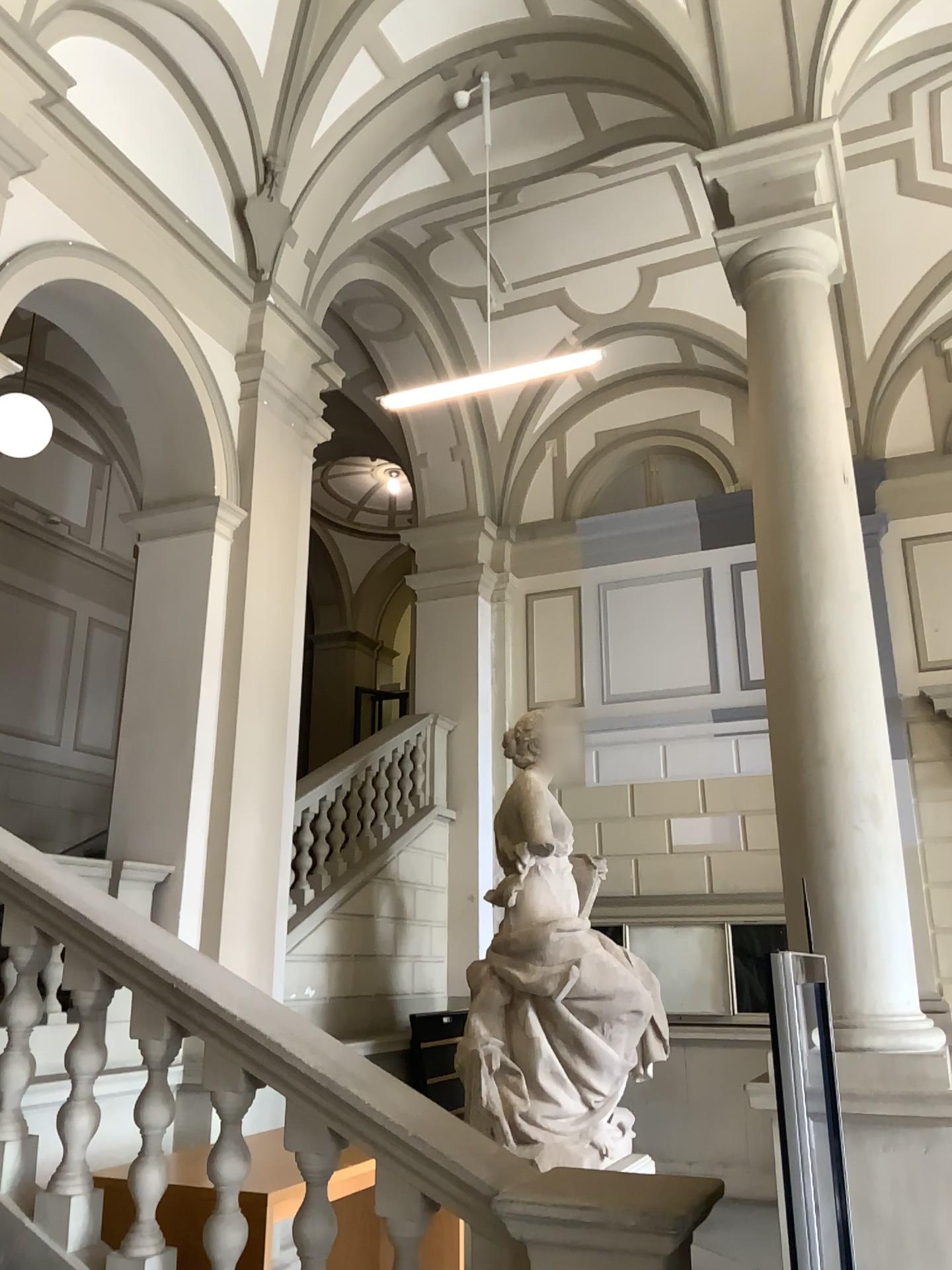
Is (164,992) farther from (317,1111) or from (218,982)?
(317,1111)
